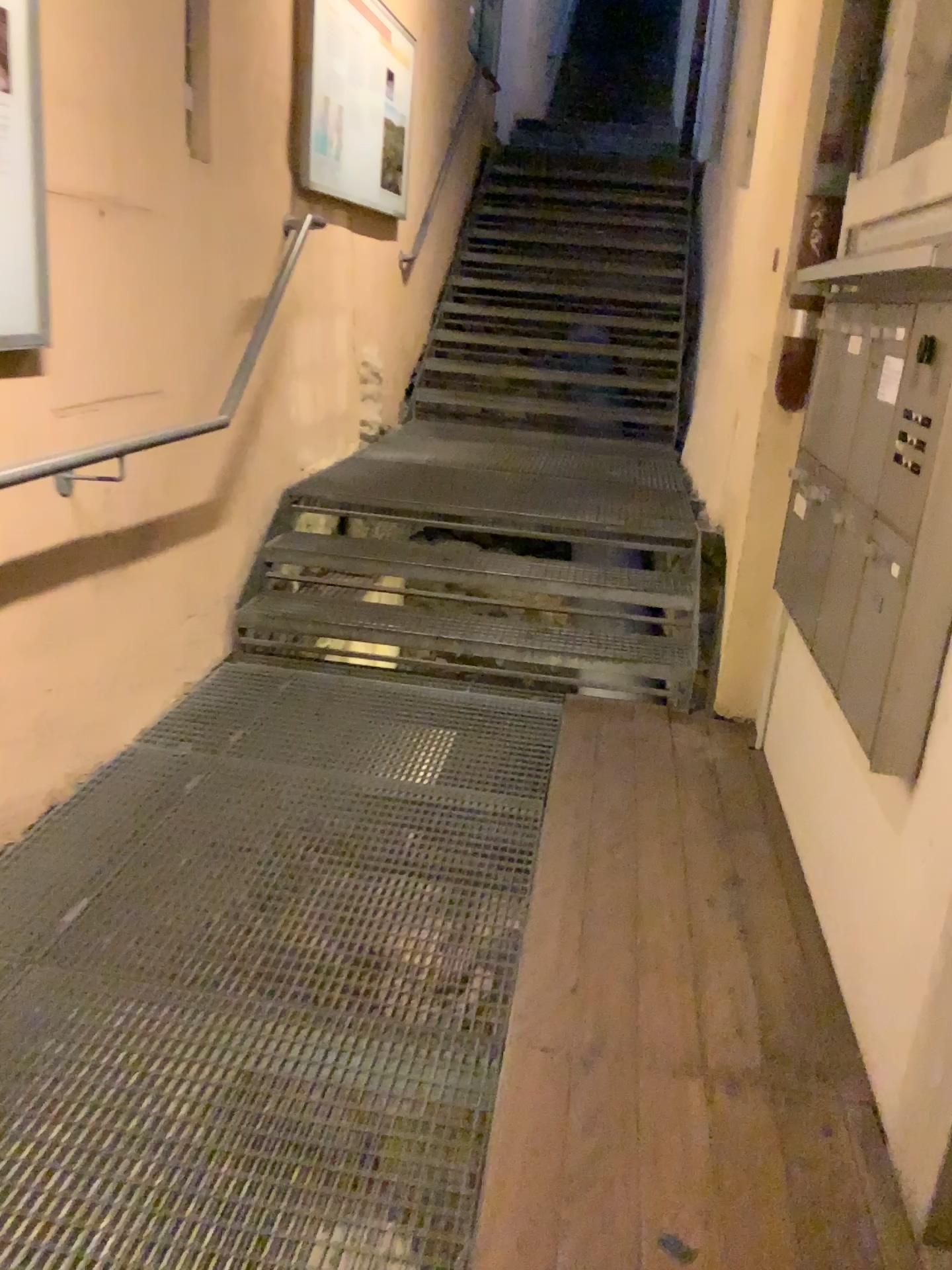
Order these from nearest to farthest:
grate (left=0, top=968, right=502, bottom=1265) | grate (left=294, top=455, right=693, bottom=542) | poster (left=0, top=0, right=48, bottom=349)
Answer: grate (left=0, top=968, right=502, bottom=1265)
poster (left=0, top=0, right=48, bottom=349)
grate (left=294, top=455, right=693, bottom=542)

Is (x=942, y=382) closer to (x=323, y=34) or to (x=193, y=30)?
(x=193, y=30)

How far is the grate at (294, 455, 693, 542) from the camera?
4.2 meters

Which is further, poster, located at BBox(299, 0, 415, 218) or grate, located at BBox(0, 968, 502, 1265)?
poster, located at BBox(299, 0, 415, 218)

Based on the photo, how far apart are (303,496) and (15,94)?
2.1 meters

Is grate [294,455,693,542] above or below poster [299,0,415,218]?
below

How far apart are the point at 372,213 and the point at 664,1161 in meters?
4.4 m

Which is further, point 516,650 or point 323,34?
point 323,34

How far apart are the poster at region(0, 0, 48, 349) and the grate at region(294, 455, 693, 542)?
1.9m

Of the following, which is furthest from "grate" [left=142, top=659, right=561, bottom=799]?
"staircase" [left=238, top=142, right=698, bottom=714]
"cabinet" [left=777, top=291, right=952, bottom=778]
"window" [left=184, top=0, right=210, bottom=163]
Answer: "window" [left=184, top=0, right=210, bottom=163]
